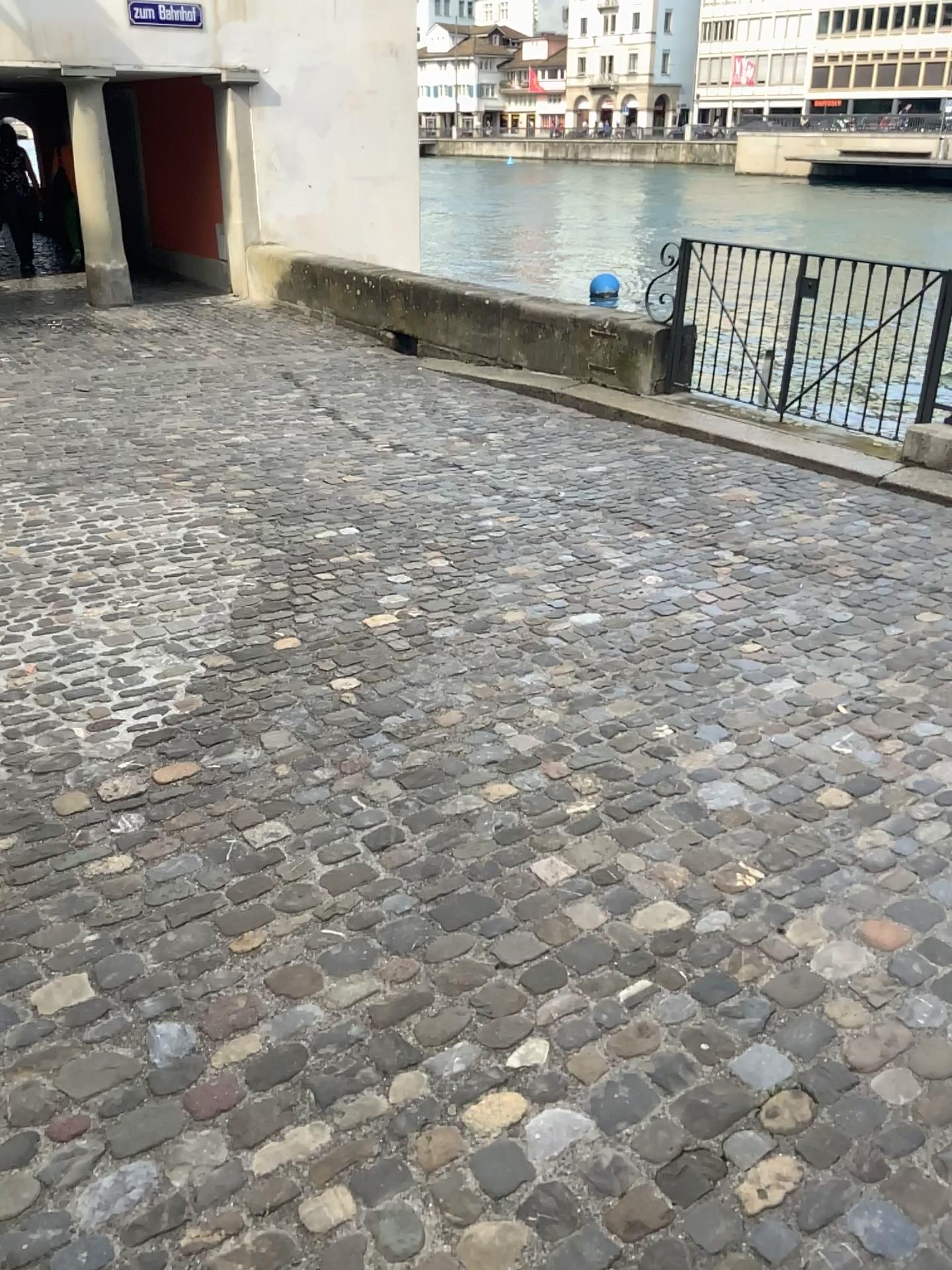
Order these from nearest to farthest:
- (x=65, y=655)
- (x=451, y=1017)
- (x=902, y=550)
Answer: (x=451, y=1017) < (x=65, y=655) < (x=902, y=550)
